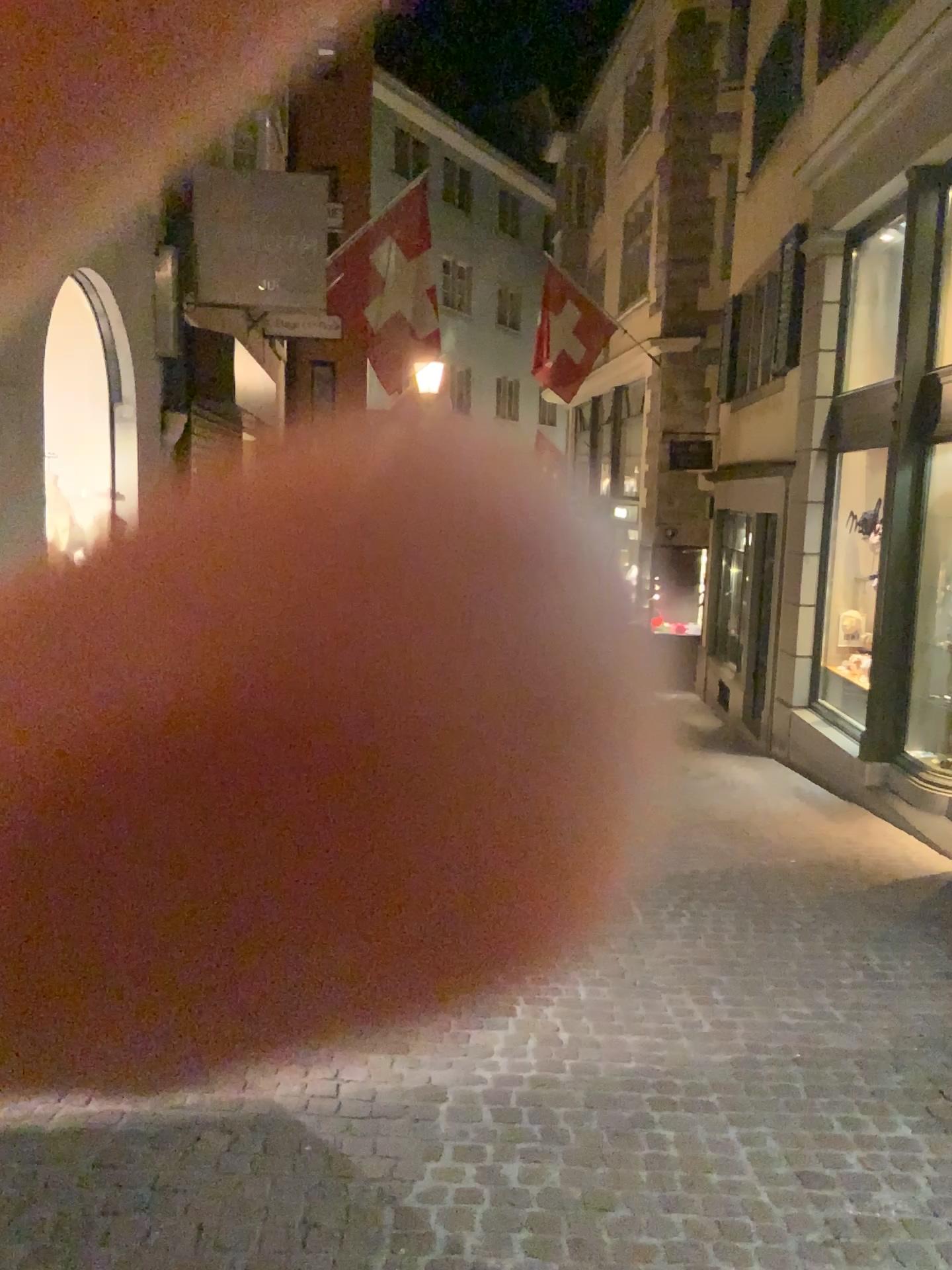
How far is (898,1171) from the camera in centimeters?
289cm
